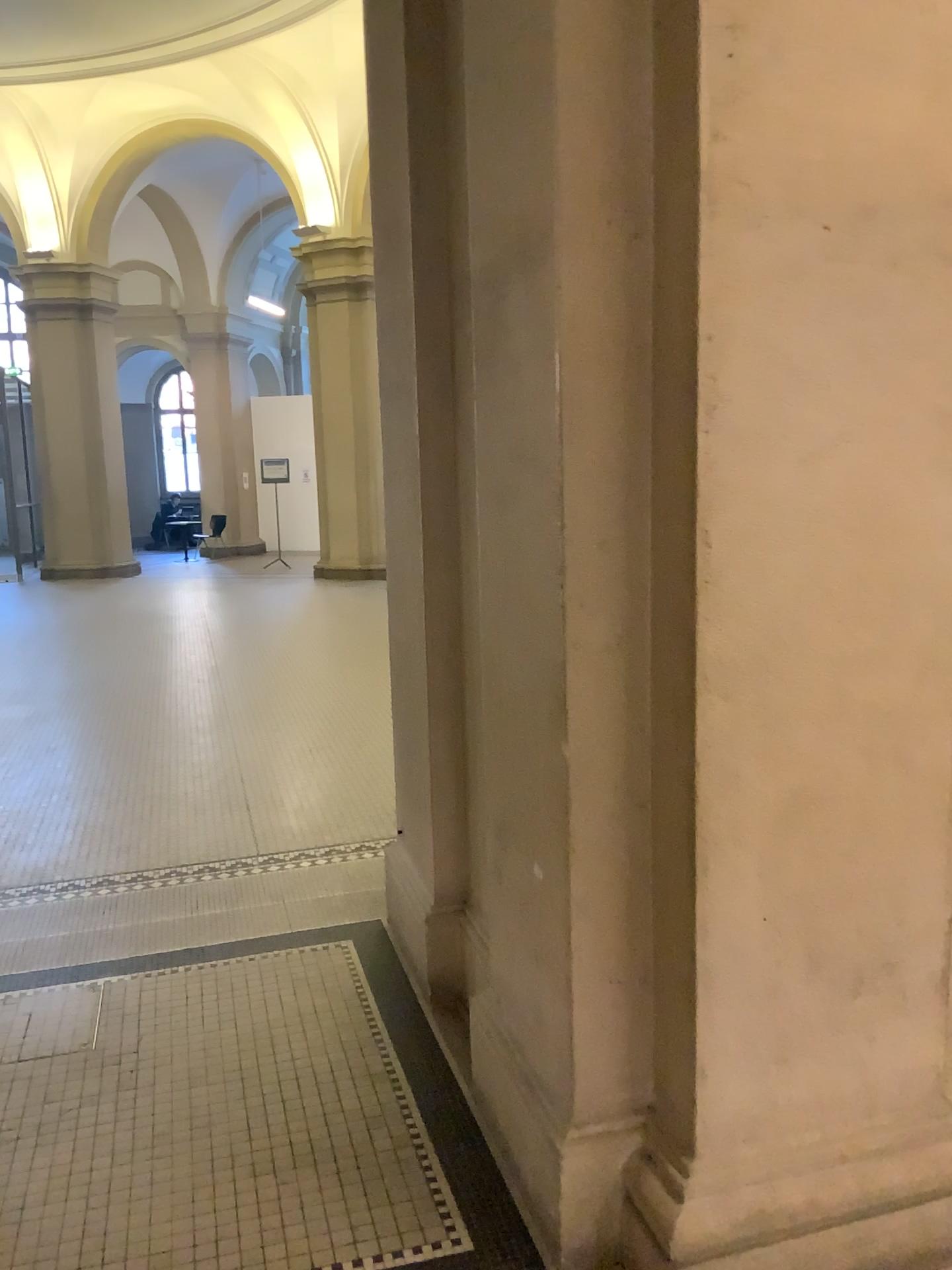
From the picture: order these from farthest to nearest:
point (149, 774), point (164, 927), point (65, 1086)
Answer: point (149, 774), point (164, 927), point (65, 1086)
